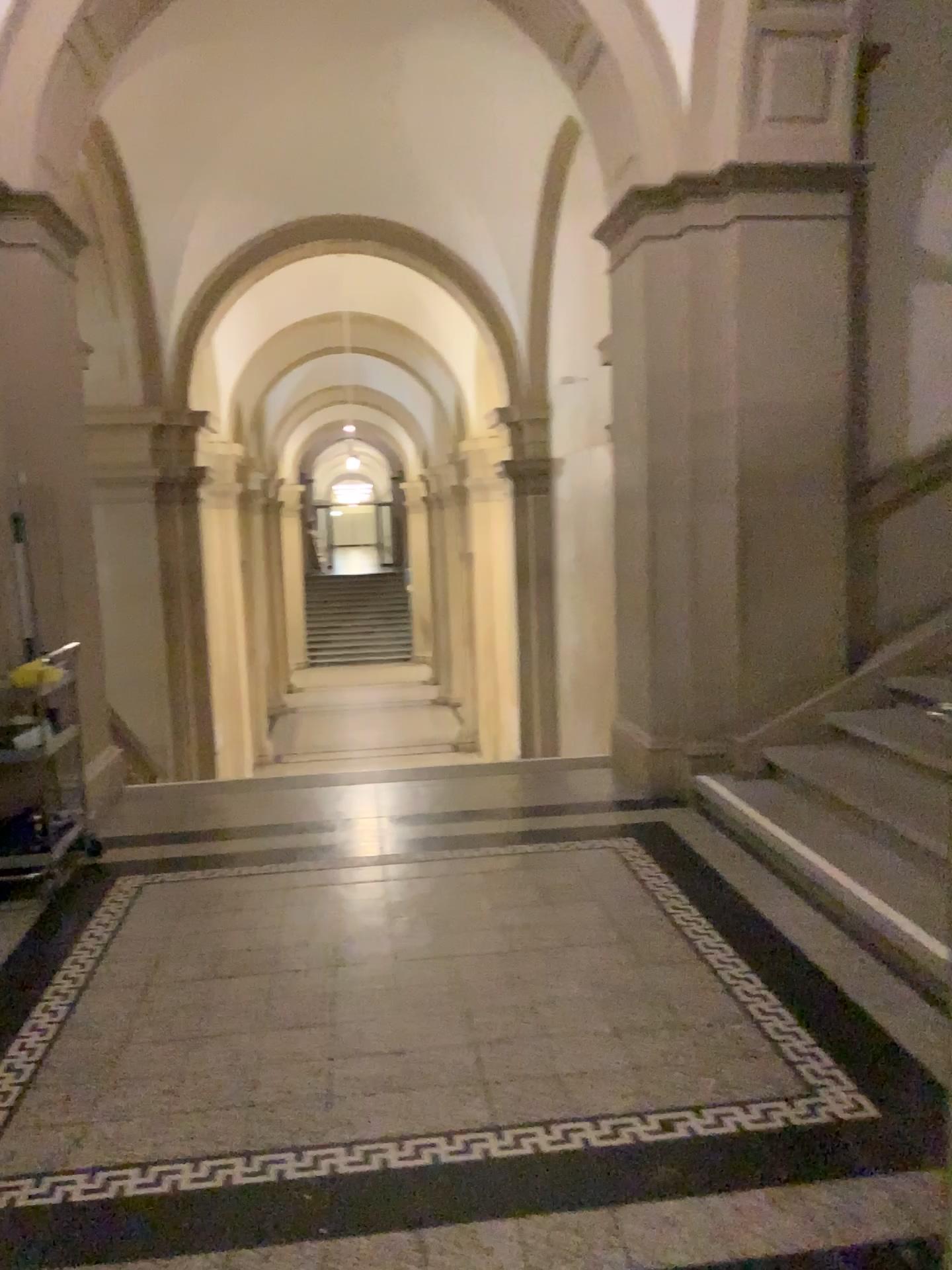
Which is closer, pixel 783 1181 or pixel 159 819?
pixel 783 1181
